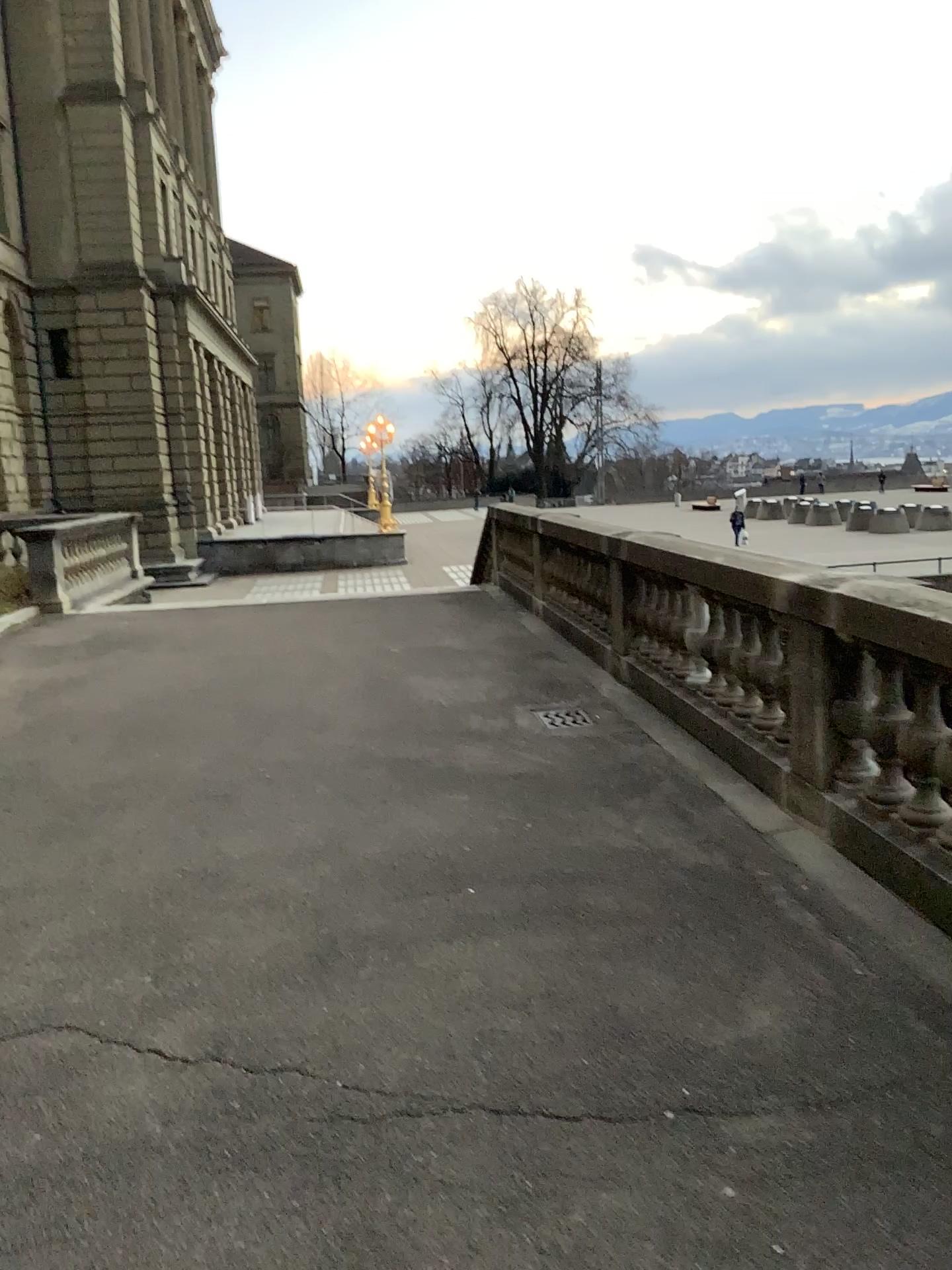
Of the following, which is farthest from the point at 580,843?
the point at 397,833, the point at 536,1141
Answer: the point at 536,1141
